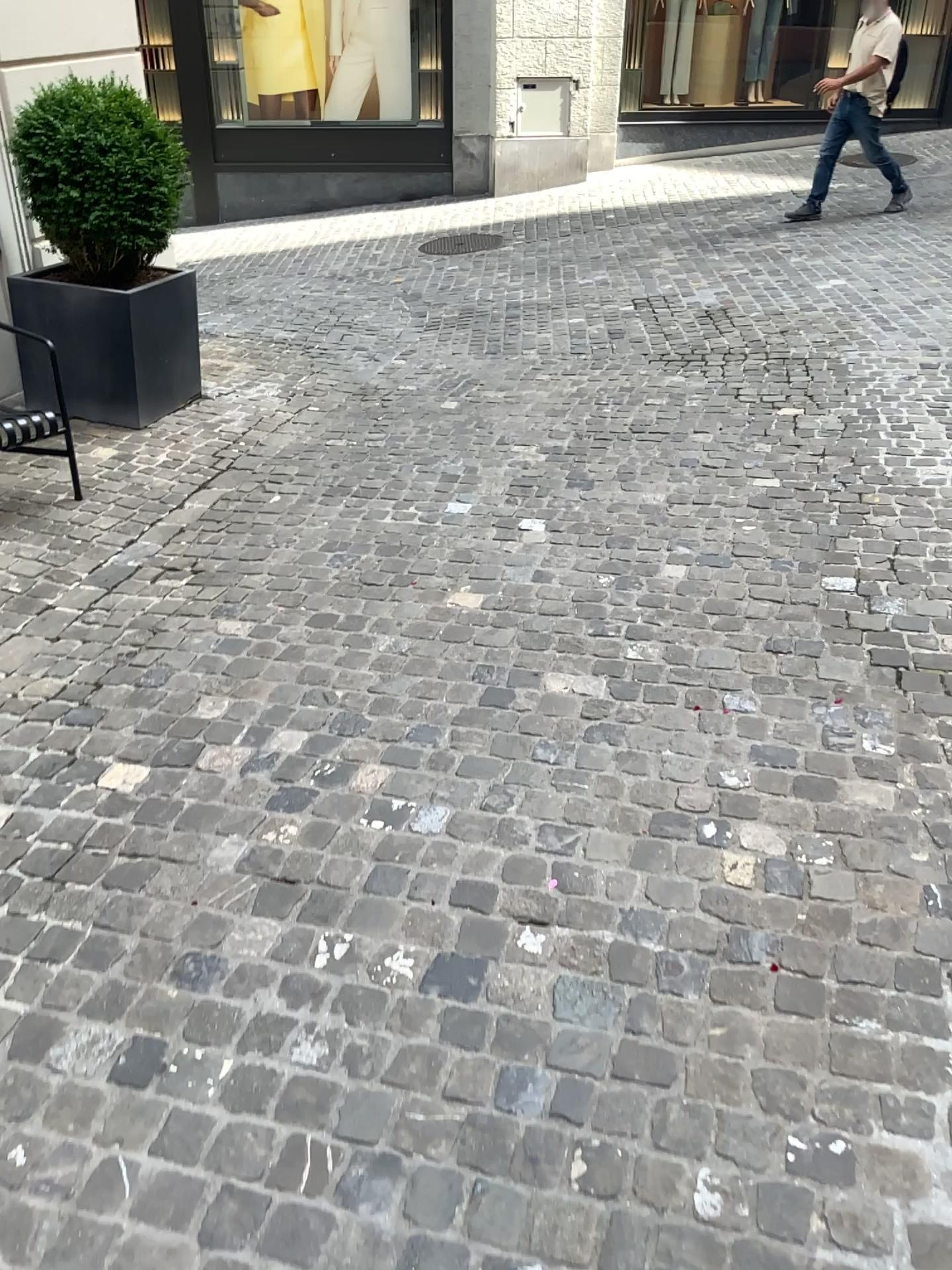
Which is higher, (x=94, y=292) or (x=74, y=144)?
(x=74, y=144)

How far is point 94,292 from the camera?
4.6m

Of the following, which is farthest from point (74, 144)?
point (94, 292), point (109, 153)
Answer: point (94, 292)

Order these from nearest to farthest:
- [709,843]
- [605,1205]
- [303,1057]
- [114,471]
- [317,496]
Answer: [605,1205] → [303,1057] → [709,843] → [317,496] → [114,471]

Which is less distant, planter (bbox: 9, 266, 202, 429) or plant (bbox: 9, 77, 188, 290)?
plant (bbox: 9, 77, 188, 290)

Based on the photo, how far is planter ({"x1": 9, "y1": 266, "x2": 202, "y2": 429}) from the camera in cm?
464
